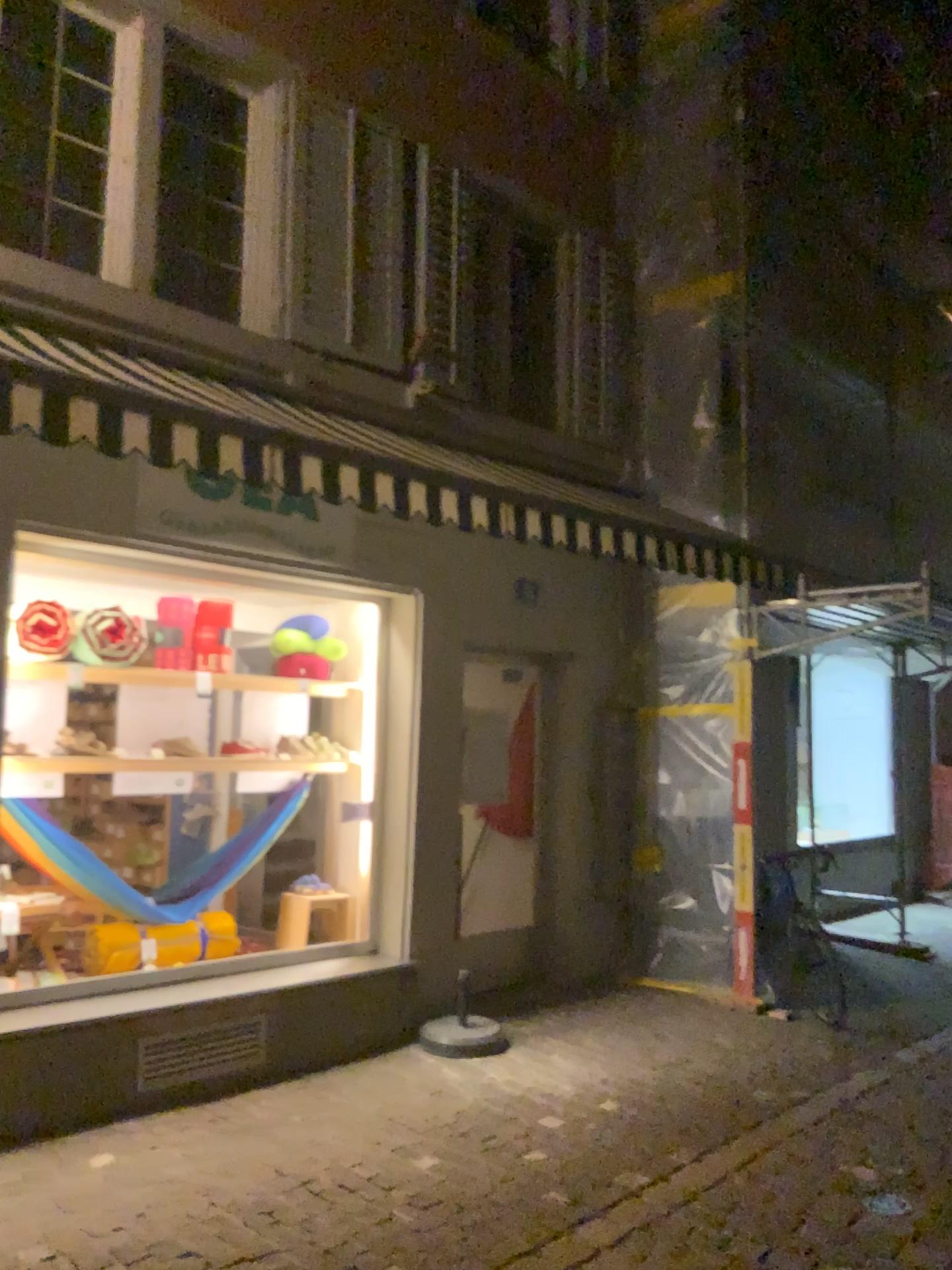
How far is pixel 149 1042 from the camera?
4.5 meters

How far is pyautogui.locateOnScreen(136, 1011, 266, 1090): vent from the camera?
4.5m

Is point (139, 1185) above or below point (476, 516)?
below
